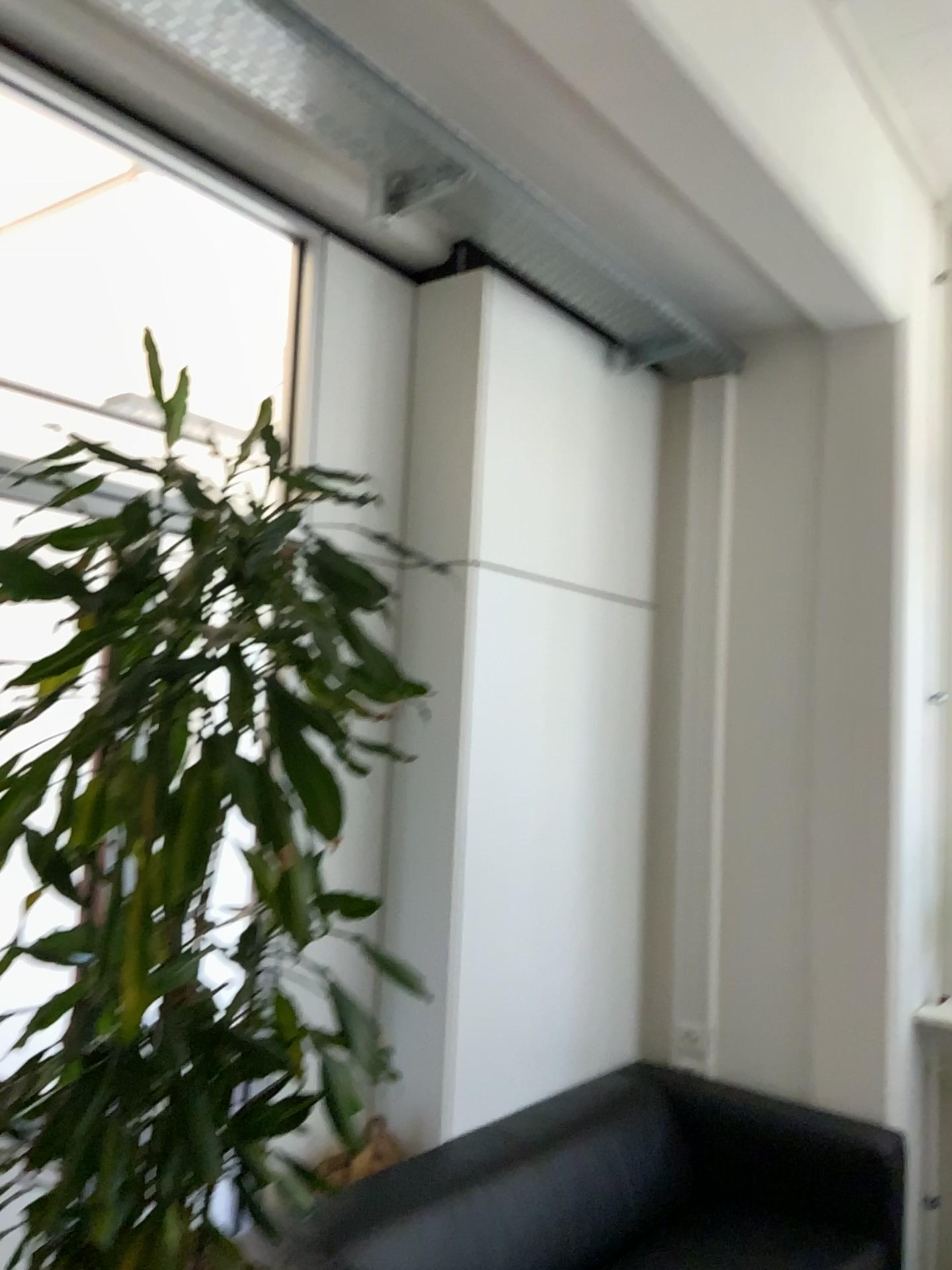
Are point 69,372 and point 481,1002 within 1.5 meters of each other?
no

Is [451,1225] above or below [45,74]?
below

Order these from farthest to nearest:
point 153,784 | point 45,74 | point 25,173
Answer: point 25,173 < point 45,74 < point 153,784

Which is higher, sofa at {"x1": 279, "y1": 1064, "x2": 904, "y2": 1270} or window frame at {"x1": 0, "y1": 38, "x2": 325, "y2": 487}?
window frame at {"x1": 0, "y1": 38, "x2": 325, "y2": 487}

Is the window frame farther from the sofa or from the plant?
the sofa

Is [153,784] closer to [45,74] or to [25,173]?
[45,74]

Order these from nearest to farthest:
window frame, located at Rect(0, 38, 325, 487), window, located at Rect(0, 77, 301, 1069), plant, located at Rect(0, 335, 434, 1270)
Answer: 1. plant, located at Rect(0, 335, 434, 1270)
2. window frame, located at Rect(0, 38, 325, 487)
3. window, located at Rect(0, 77, 301, 1069)

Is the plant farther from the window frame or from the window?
the window

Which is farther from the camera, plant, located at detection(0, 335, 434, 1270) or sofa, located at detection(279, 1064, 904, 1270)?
sofa, located at detection(279, 1064, 904, 1270)

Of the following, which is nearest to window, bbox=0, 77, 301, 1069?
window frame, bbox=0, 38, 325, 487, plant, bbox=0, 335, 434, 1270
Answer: window frame, bbox=0, 38, 325, 487
